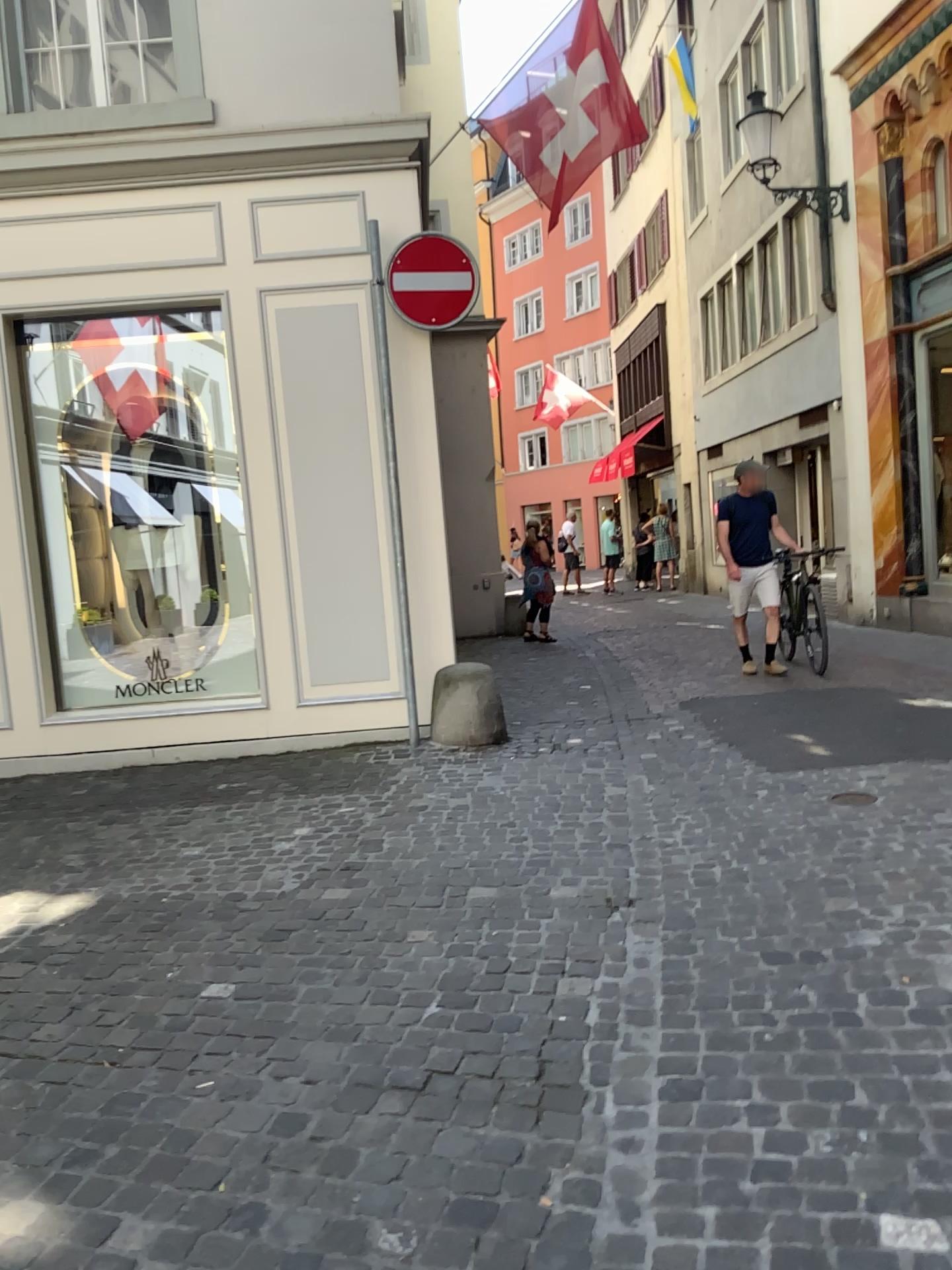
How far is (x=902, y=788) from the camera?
4.5 meters
